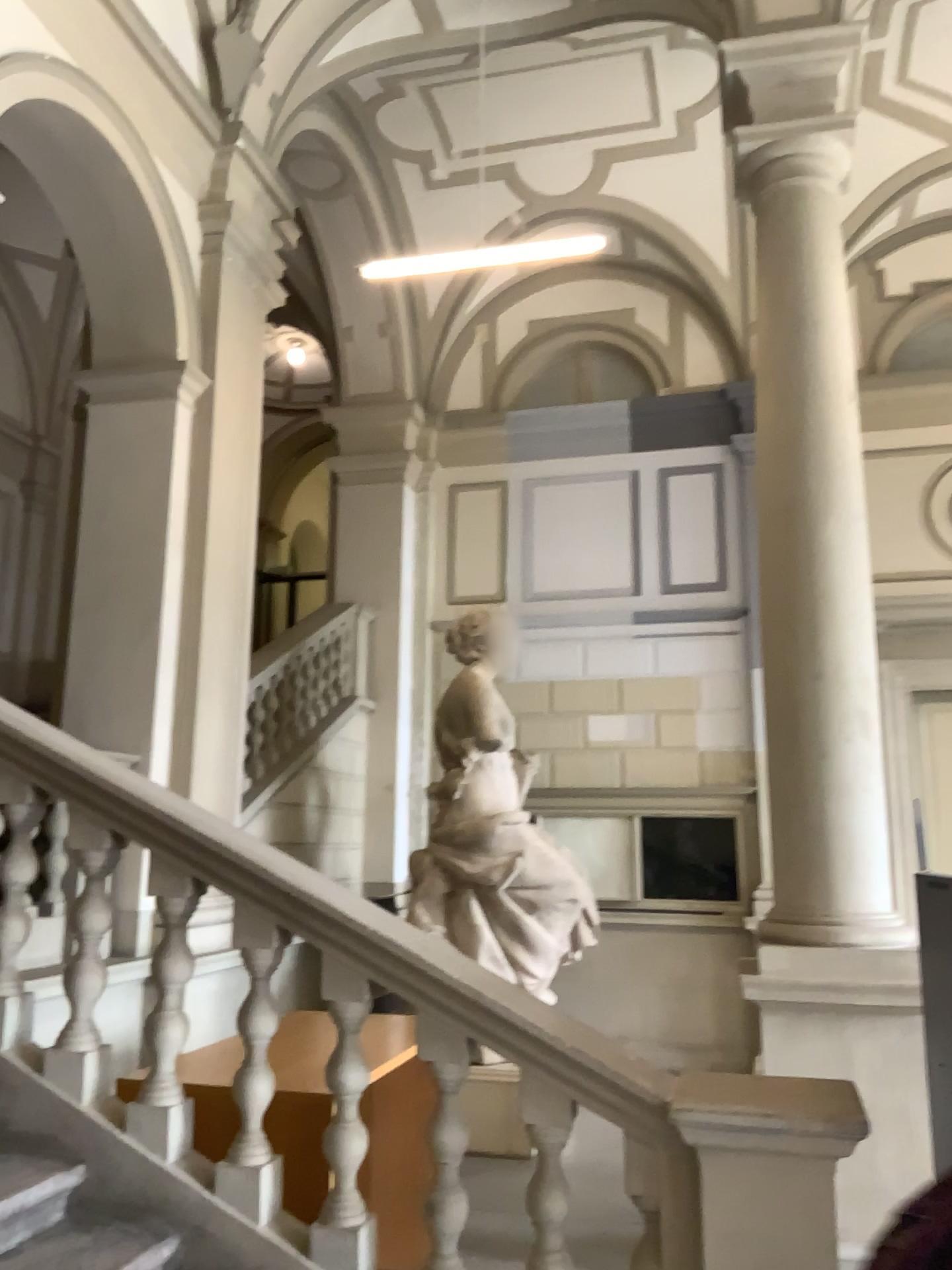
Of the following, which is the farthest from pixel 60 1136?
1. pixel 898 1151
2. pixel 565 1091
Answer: pixel 898 1151
